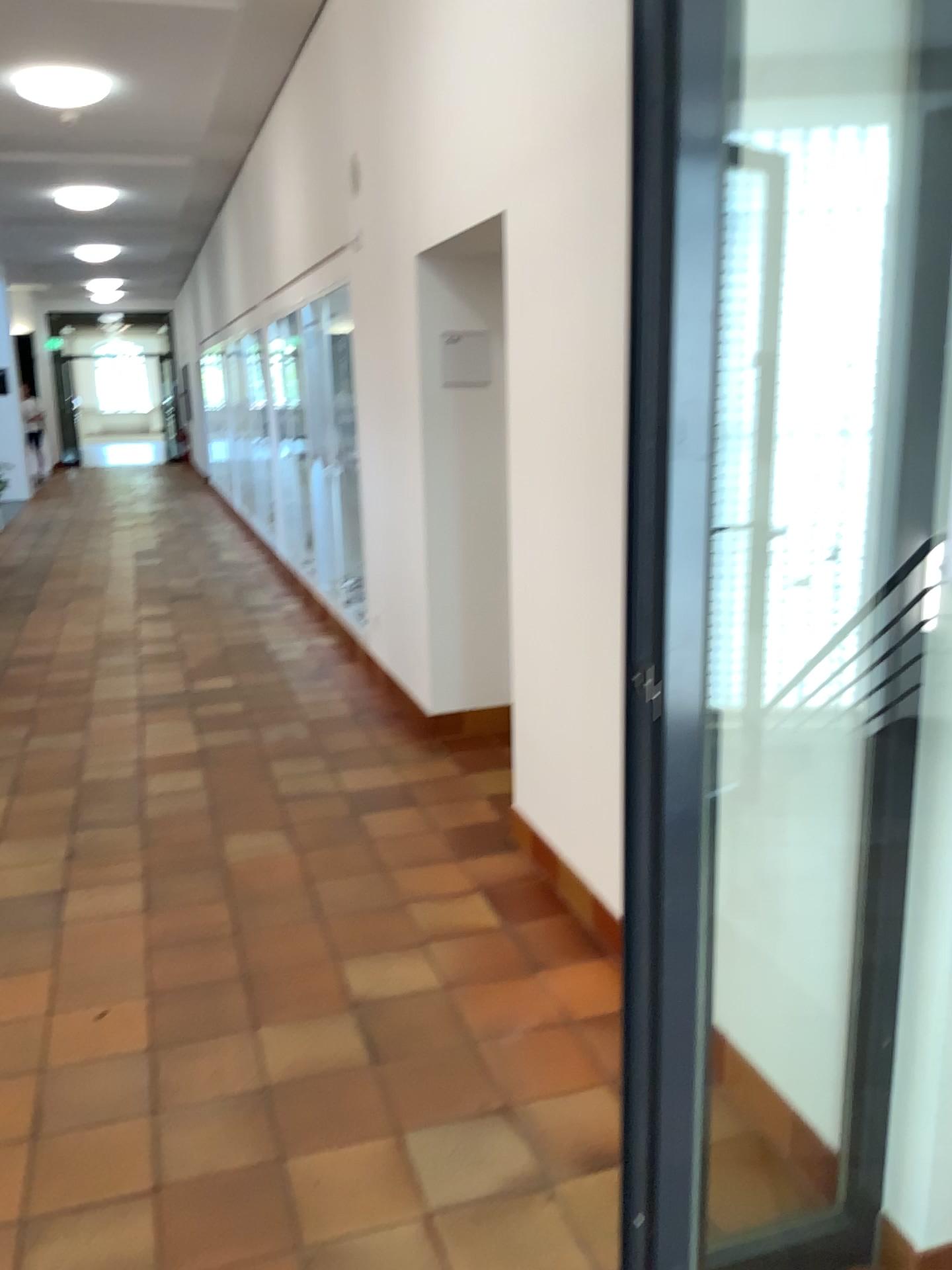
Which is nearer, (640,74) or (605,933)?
(640,74)

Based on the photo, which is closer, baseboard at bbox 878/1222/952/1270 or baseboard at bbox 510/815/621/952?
baseboard at bbox 878/1222/952/1270

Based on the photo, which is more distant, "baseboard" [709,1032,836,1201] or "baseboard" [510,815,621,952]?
"baseboard" [510,815,621,952]

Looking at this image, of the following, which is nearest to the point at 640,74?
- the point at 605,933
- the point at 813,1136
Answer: the point at 813,1136

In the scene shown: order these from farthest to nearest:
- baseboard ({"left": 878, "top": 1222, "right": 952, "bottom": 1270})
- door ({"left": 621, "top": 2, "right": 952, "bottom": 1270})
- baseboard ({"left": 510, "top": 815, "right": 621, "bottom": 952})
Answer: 1. baseboard ({"left": 510, "top": 815, "right": 621, "bottom": 952})
2. baseboard ({"left": 878, "top": 1222, "right": 952, "bottom": 1270})
3. door ({"left": 621, "top": 2, "right": 952, "bottom": 1270})

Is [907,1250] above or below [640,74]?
below

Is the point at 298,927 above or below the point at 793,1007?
below

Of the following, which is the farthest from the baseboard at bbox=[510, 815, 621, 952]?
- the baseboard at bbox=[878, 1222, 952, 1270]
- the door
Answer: the baseboard at bbox=[878, 1222, 952, 1270]

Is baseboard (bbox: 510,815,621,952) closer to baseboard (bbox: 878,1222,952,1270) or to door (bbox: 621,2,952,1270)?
door (bbox: 621,2,952,1270)
